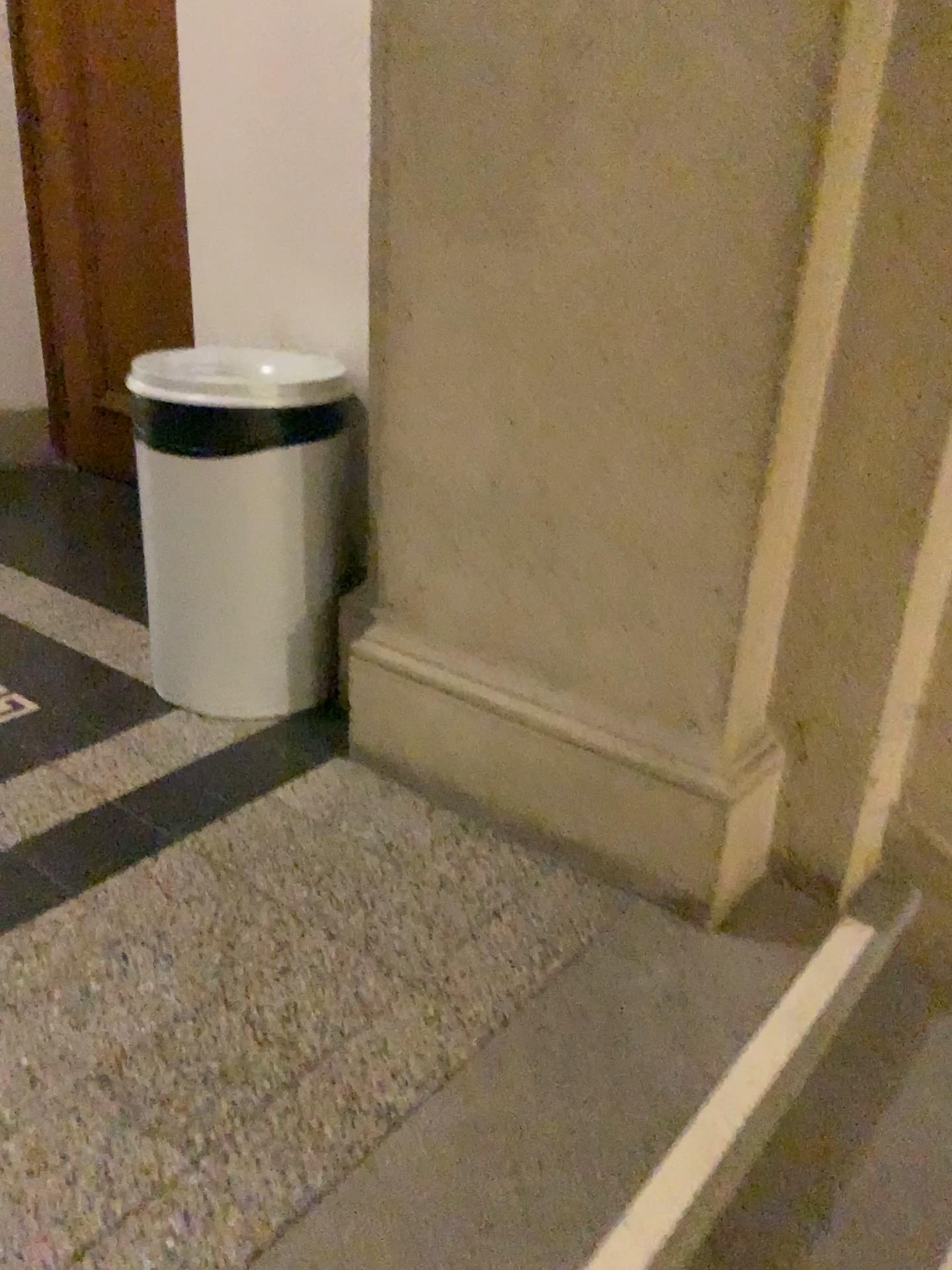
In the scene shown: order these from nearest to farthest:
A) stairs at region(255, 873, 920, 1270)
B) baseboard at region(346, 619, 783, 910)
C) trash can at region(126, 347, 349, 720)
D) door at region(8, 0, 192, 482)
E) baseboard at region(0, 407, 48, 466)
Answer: stairs at region(255, 873, 920, 1270) < baseboard at region(346, 619, 783, 910) < trash can at region(126, 347, 349, 720) < door at region(8, 0, 192, 482) < baseboard at region(0, 407, 48, 466)

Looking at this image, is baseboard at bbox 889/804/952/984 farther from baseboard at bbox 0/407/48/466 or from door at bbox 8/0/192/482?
baseboard at bbox 0/407/48/466

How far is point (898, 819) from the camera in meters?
1.8

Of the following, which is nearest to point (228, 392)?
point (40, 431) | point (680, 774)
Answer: point (680, 774)

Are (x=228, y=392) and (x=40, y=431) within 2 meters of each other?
no

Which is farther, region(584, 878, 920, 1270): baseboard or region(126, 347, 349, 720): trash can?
region(126, 347, 349, 720): trash can

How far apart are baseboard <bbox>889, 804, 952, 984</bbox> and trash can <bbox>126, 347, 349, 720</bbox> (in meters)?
1.21

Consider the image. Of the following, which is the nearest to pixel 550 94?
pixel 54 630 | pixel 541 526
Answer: pixel 541 526

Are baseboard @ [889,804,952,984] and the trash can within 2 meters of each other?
yes

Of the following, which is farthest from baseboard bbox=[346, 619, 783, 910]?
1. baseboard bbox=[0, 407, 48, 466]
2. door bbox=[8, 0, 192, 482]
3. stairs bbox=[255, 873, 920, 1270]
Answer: baseboard bbox=[0, 407, 48, 466]
